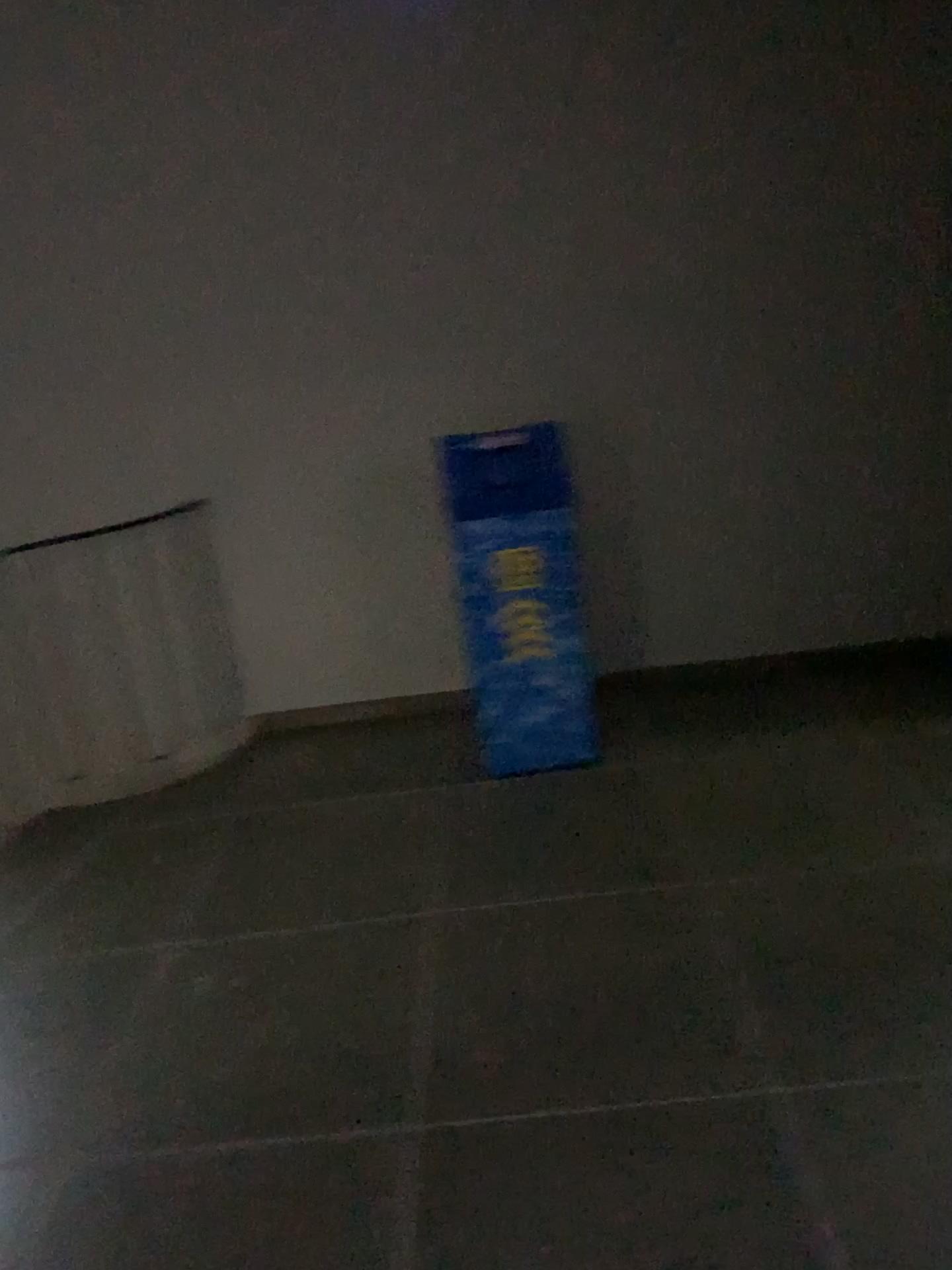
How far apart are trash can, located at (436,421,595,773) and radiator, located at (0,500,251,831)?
1.1 meters

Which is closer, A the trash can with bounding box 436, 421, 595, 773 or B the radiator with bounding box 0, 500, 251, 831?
A the trash can with bounding box 436, 421, 595, 773

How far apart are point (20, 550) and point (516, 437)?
2.0 meters

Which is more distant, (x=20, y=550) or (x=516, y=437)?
(x=20, y=550)

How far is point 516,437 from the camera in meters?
3.1 m

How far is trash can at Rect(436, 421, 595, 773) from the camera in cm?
311

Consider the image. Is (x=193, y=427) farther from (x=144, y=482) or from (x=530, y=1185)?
(x=530, y=1185)

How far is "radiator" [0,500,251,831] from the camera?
3.89m
